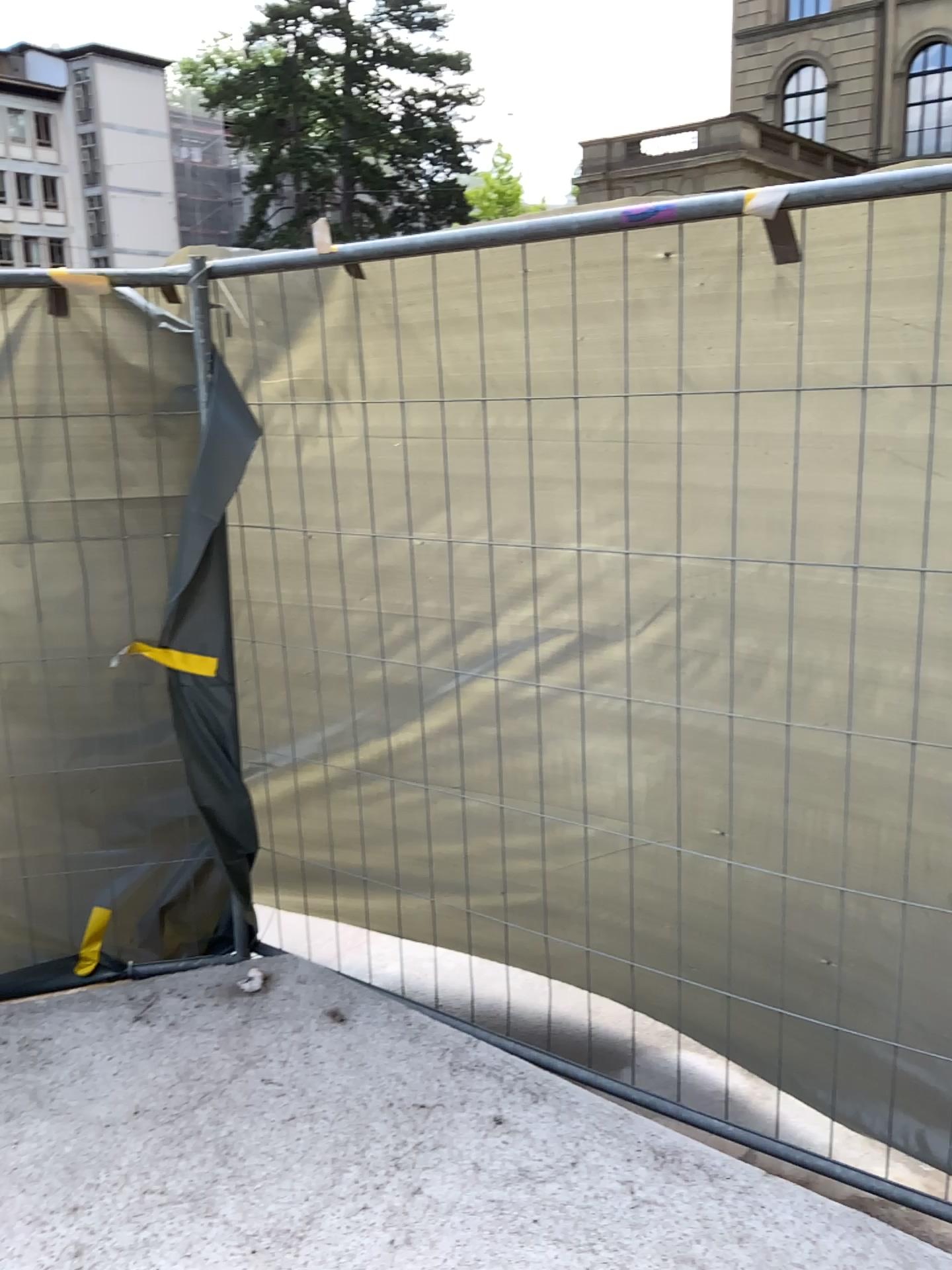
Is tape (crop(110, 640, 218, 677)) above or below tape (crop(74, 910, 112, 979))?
above

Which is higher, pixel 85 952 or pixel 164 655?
pixel 164 655

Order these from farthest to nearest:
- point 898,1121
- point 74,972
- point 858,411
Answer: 1. point 74,972
2. point 898,1121
3. point 858,411
